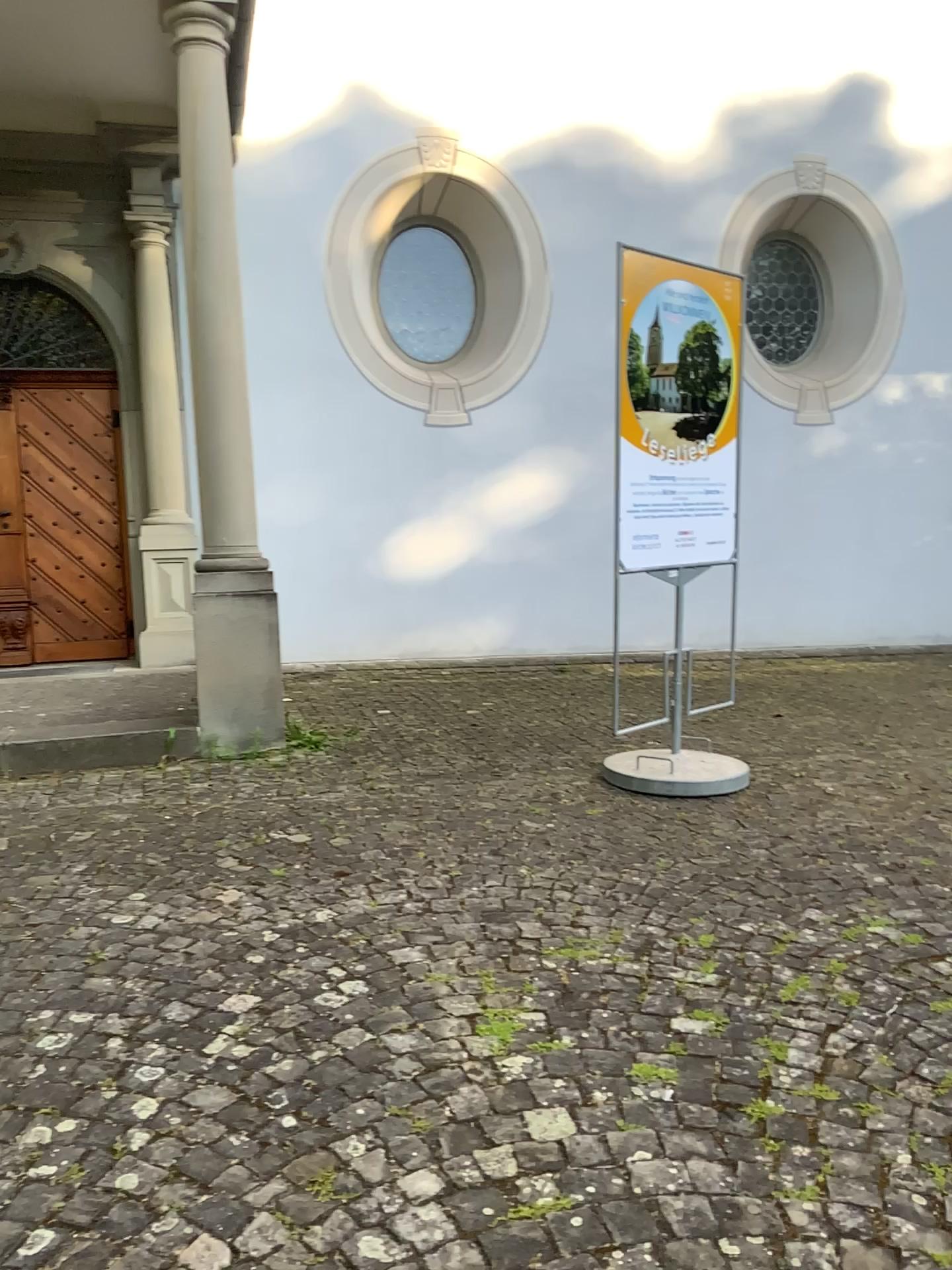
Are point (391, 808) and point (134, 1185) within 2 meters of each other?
Answer: no
